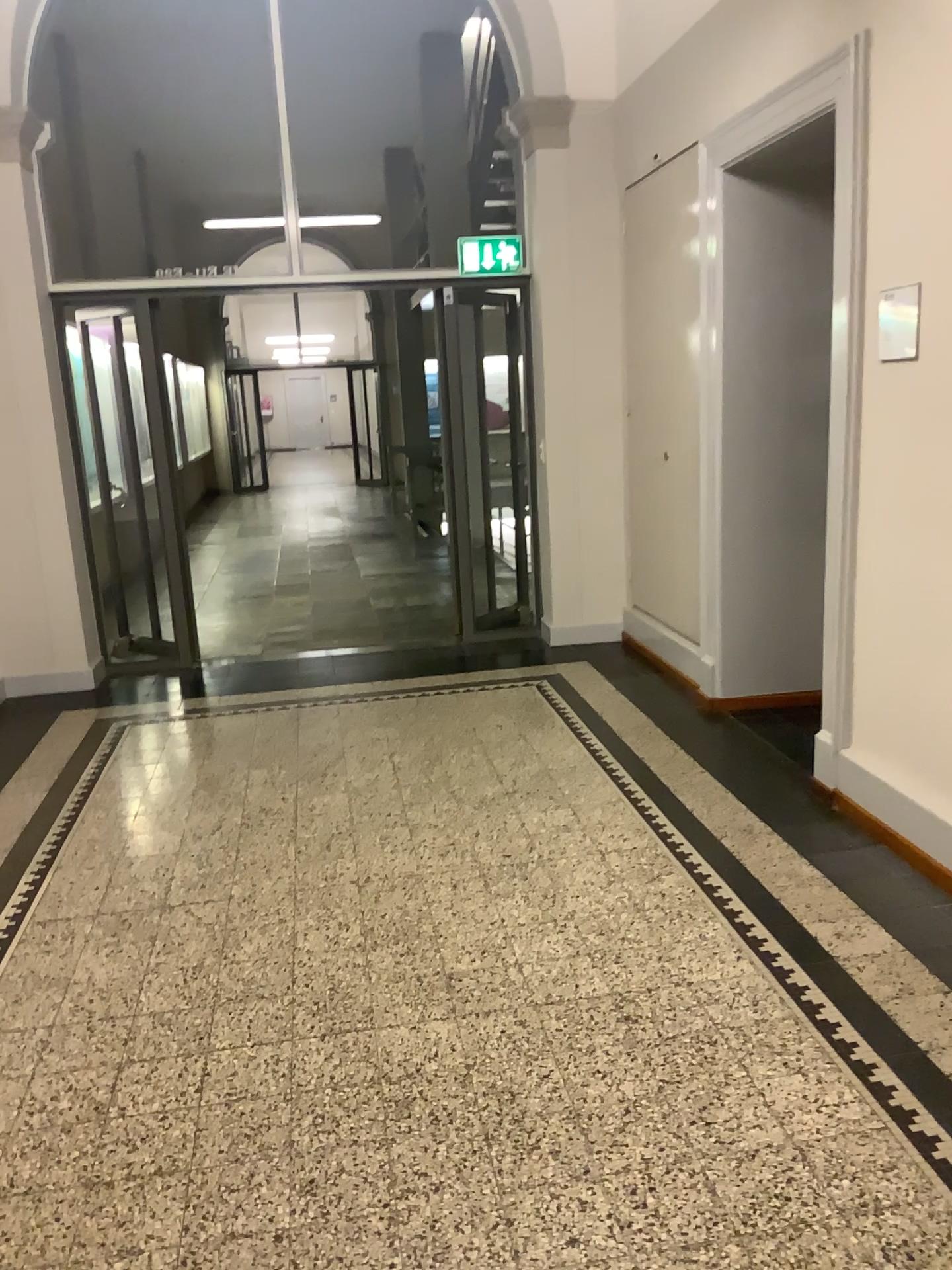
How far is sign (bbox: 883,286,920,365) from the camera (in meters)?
3.13

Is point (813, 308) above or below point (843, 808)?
above

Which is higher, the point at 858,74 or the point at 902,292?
the point at 858,74

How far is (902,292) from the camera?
3.13m
